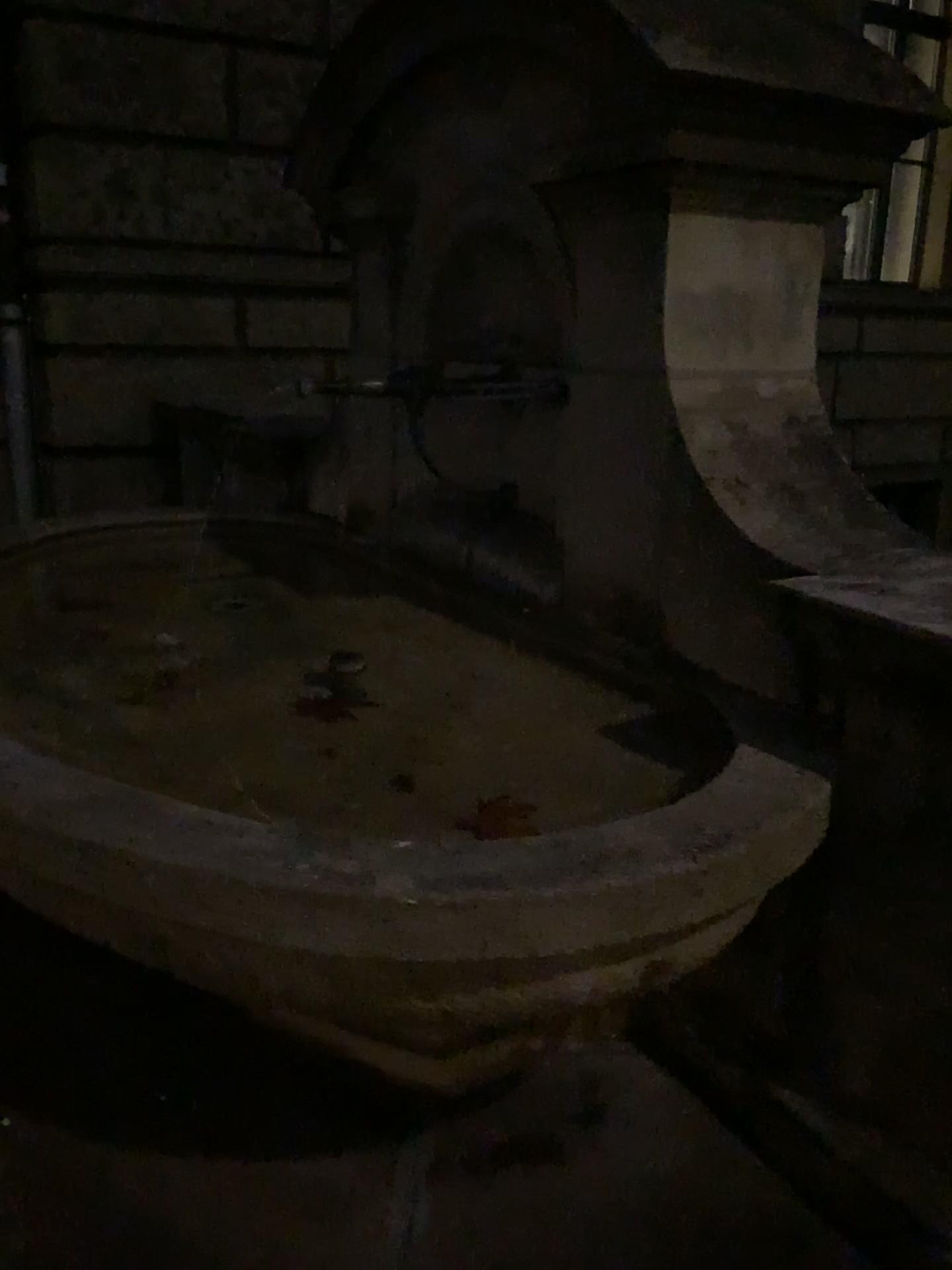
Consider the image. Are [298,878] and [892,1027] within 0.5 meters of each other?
no
